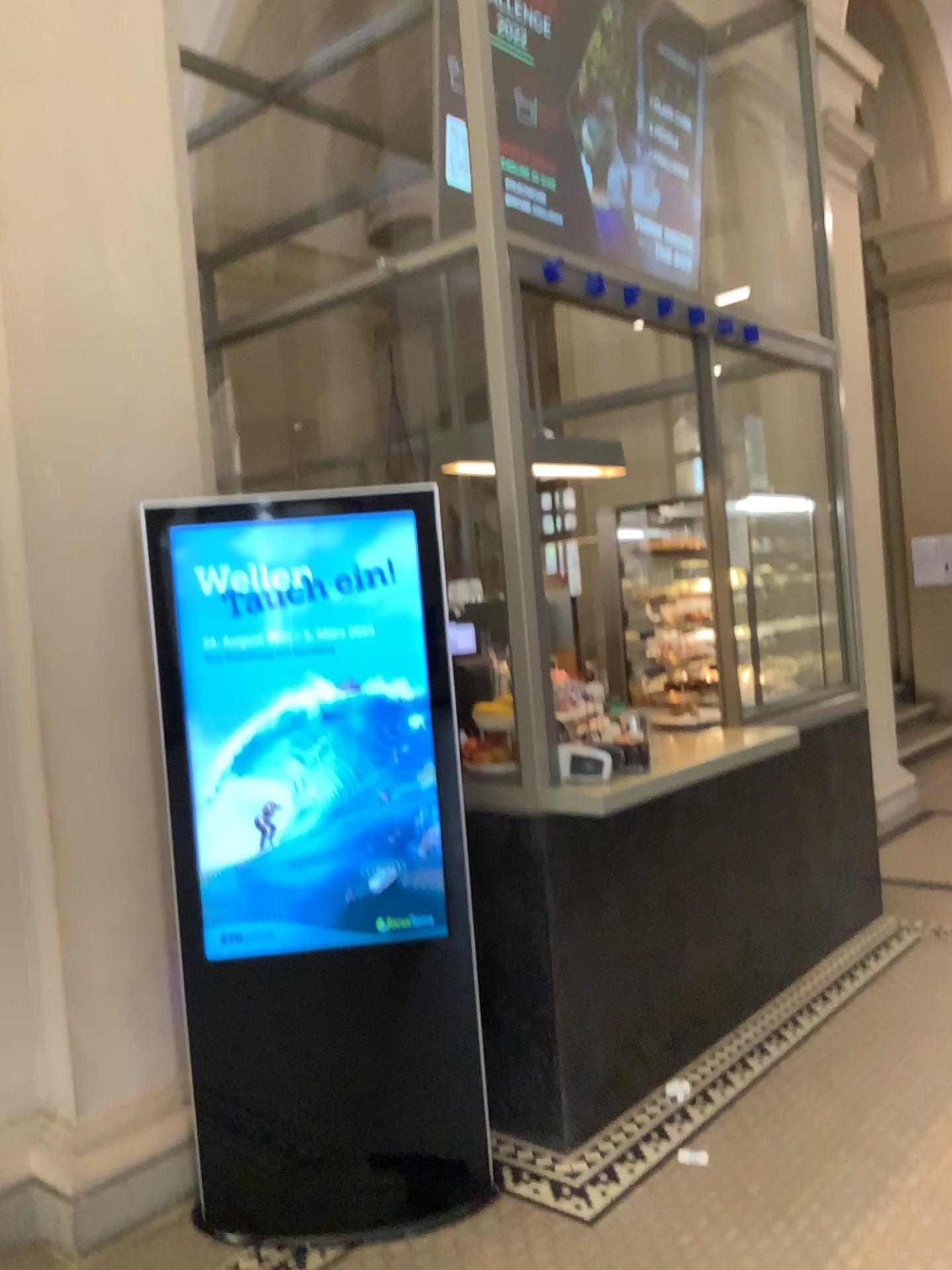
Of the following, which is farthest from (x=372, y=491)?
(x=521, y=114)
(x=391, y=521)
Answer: (x=521, y=114)

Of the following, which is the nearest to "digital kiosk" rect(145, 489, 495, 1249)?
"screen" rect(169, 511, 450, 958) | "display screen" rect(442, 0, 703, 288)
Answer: "screen" rect(169, 511, 450, 958)

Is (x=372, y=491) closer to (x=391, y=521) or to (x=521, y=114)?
(x=391, y=521)

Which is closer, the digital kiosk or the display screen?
the digital kiosk

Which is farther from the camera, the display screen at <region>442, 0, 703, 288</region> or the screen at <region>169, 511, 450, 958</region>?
the display screen at <region>442, 0, 703, 288</region>

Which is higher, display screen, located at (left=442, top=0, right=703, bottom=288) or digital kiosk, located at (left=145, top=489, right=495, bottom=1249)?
display screen, located at (left=442, top=0, right=703, bottom=288)

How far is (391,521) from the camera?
2.7m

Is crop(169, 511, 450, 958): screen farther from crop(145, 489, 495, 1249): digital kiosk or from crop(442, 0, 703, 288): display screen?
crop(442, 0, 703, 288): display screen

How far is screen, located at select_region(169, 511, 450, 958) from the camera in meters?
2.7 m

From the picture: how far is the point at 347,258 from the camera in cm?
380
